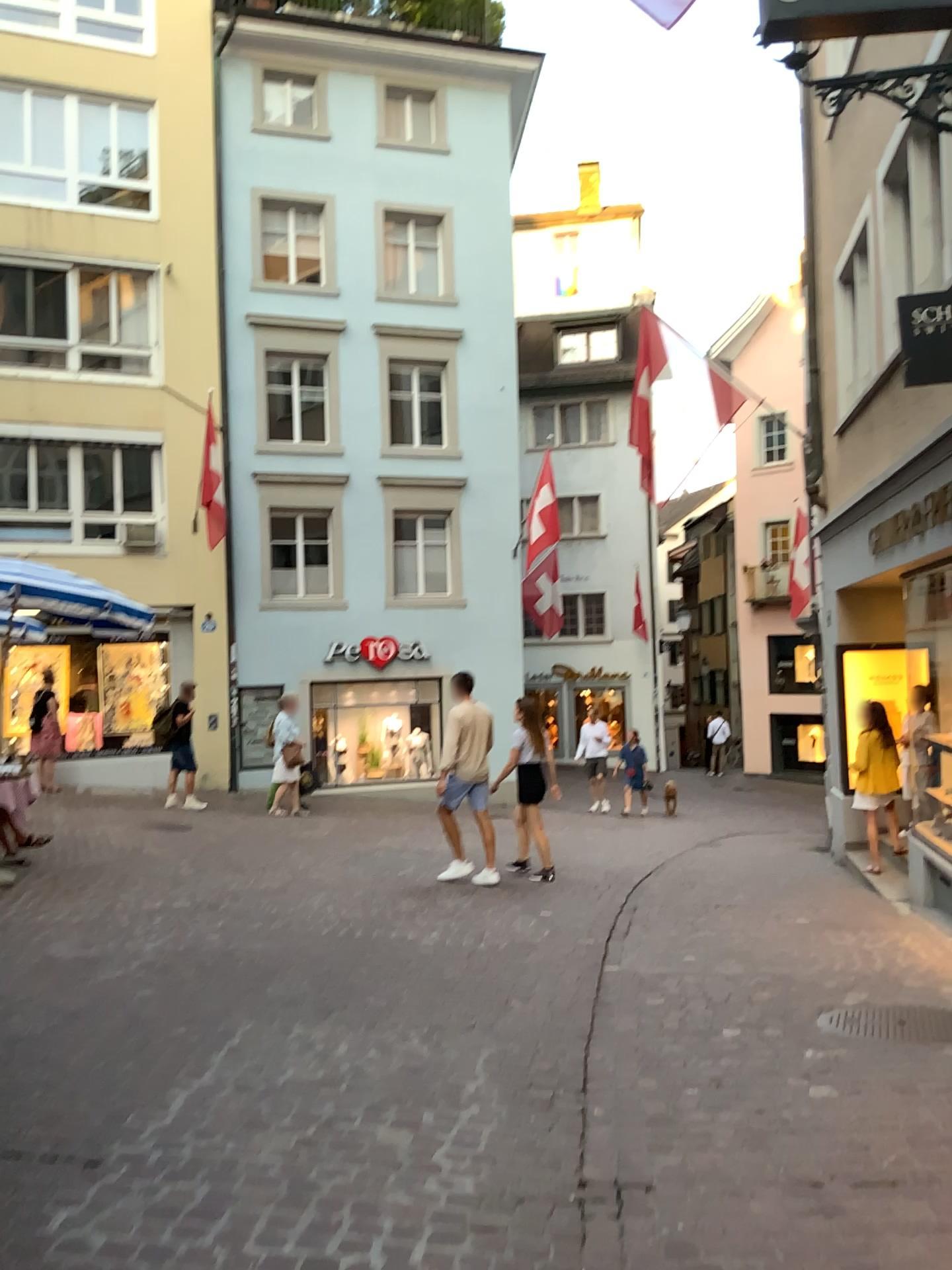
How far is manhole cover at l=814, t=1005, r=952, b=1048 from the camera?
4.4m

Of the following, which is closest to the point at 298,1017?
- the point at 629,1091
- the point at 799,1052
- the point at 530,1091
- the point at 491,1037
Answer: the point at 491,1037

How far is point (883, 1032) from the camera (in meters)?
4.38
